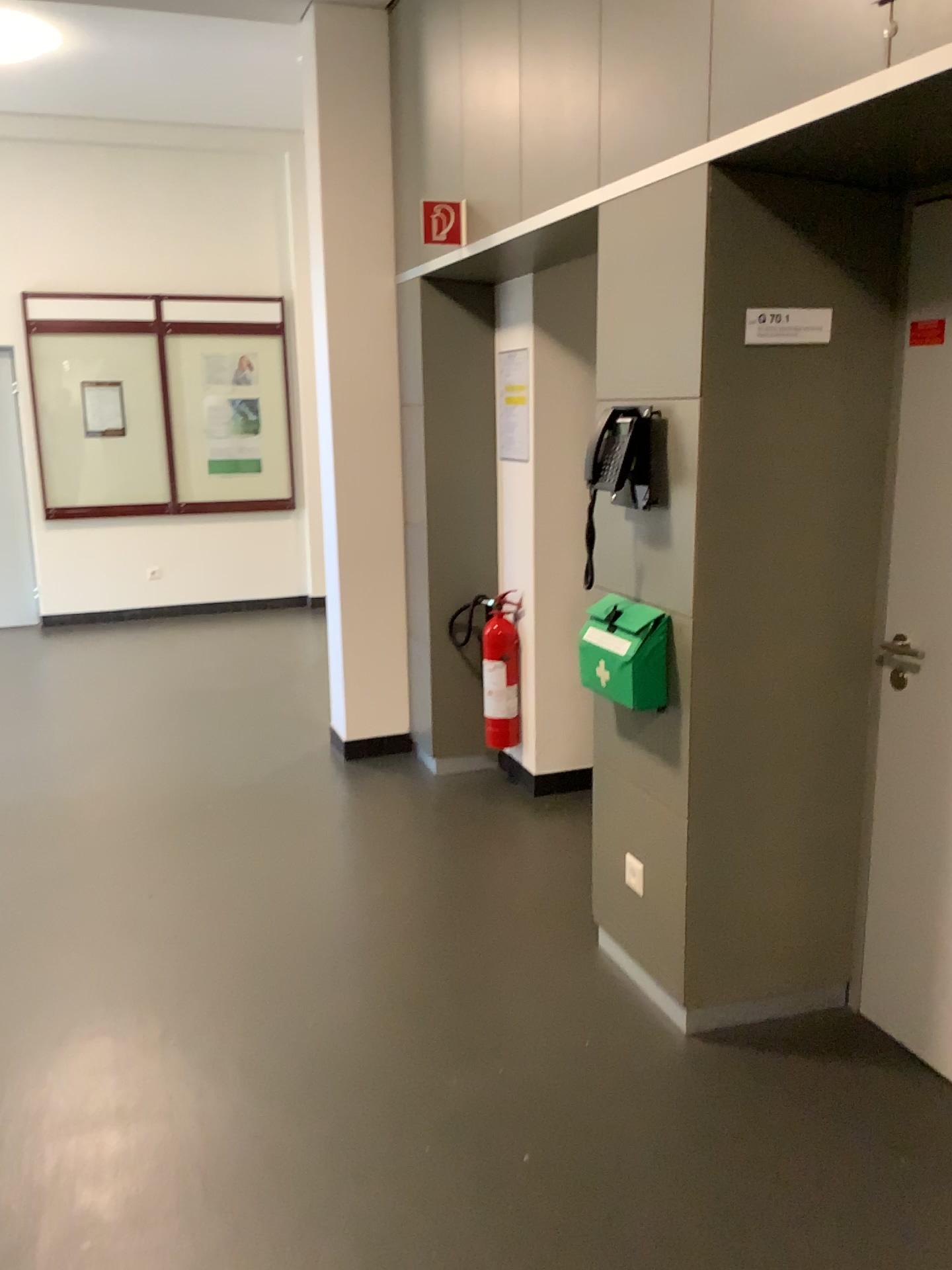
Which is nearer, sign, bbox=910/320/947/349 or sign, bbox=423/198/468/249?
sign, bbox=910/320/947/349

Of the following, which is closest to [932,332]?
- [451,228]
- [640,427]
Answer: [640,427]

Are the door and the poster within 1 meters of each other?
no

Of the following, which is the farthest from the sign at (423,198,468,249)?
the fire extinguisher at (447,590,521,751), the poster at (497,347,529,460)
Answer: the fire extinguisher at (447,590,521,751)

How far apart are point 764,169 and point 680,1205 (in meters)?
2.17

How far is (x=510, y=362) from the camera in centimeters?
427cm

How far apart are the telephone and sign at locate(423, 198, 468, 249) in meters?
1.2 m

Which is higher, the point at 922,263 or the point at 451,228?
the point at 451,228

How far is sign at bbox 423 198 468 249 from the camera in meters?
3.5

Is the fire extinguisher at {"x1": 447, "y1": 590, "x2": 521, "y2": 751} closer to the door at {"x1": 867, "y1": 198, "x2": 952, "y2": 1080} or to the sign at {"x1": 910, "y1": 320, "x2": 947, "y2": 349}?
the door at {"x1": 867, "y1": 198, "x2": 952, "y2": 1080}
